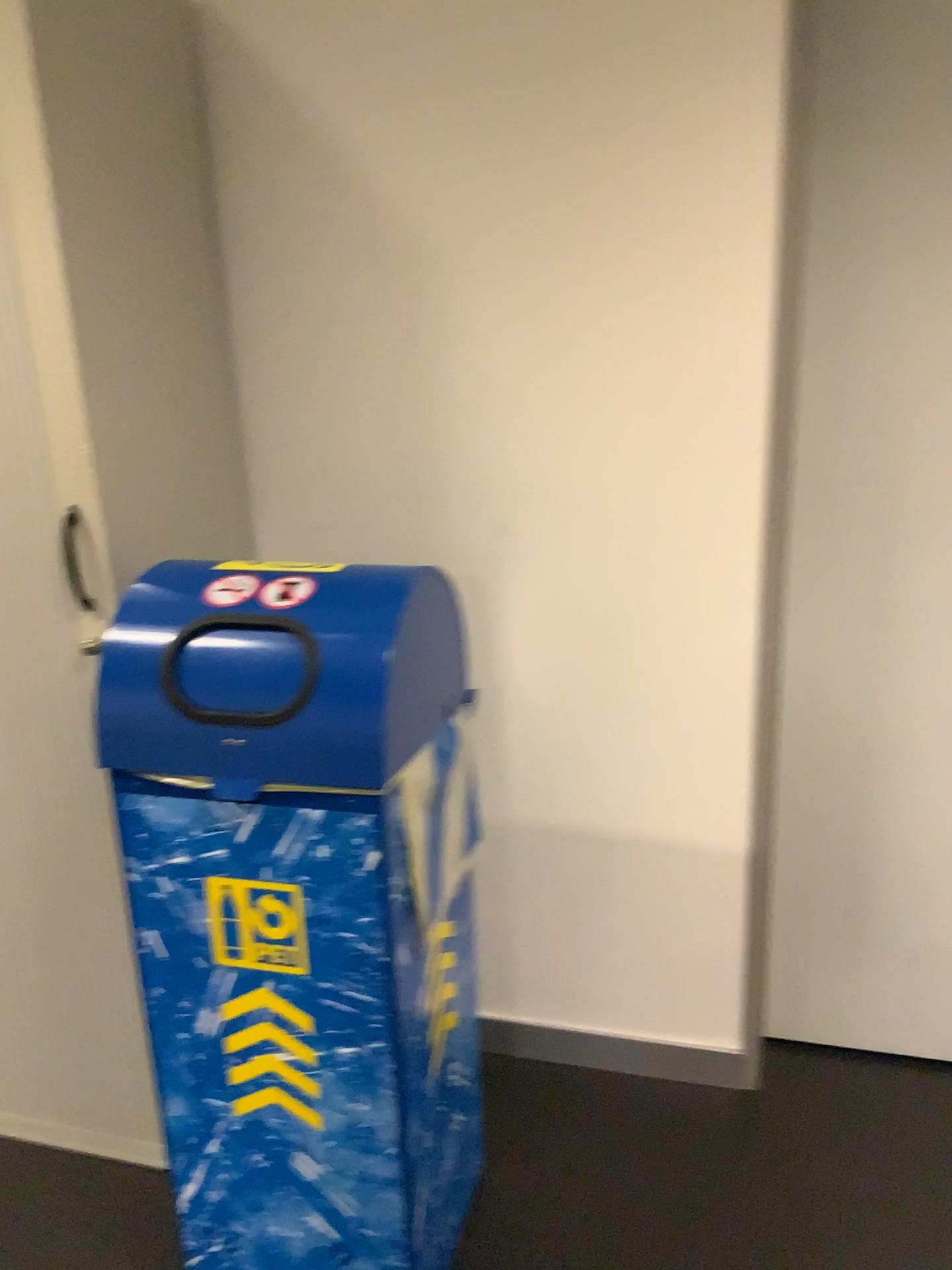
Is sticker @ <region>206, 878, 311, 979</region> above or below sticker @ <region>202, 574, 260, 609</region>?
below

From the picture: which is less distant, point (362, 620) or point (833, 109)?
point (362, 620)

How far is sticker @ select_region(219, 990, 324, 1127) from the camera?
1.4 meters

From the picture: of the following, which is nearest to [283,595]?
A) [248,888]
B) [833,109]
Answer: [248,888]

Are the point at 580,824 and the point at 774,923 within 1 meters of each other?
yes

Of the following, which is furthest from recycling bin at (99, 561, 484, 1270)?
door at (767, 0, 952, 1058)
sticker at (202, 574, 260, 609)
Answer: door at (767, 0, 952, 1058)

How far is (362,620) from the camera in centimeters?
126cm

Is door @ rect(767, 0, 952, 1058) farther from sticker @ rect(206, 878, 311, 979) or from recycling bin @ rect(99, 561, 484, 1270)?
sticker @ rect(206, 878, 311, 979)

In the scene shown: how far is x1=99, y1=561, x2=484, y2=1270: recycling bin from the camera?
1.3m

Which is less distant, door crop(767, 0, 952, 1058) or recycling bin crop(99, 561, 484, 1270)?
recycling bin crop(99, 561, 484, 1270)
